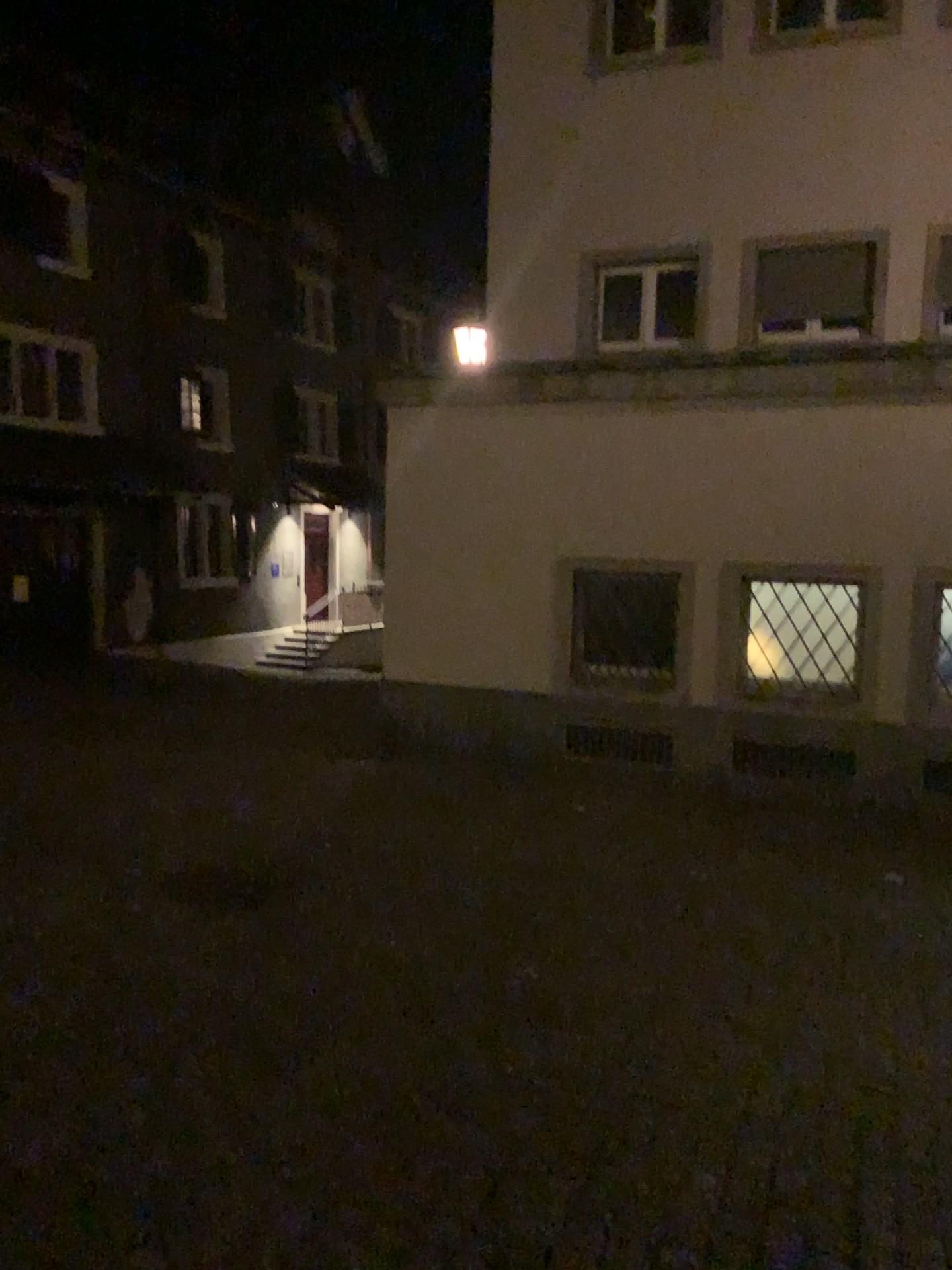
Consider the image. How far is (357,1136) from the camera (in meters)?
2.94
